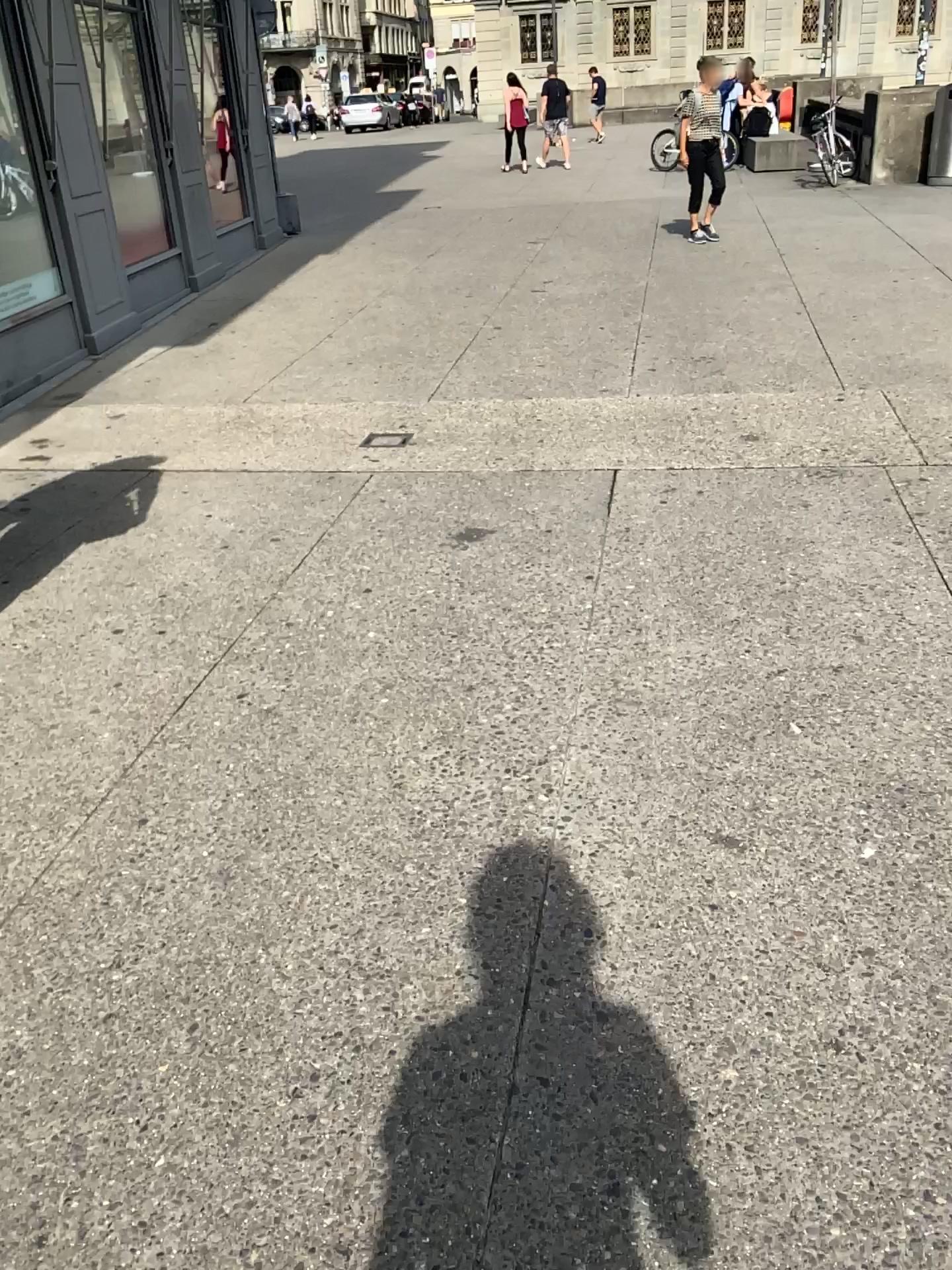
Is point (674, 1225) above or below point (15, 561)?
below

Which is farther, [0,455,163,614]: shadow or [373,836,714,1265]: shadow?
[0,455,163,614]: shadow

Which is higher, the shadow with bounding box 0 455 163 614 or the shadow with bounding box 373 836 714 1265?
the shadow with bounding box 0 455 163 614

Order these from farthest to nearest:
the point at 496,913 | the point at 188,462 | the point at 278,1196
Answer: the point at 188,462, the point at 496,913, the point at 278,1196

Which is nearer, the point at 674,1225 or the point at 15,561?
the point at 674,1225
